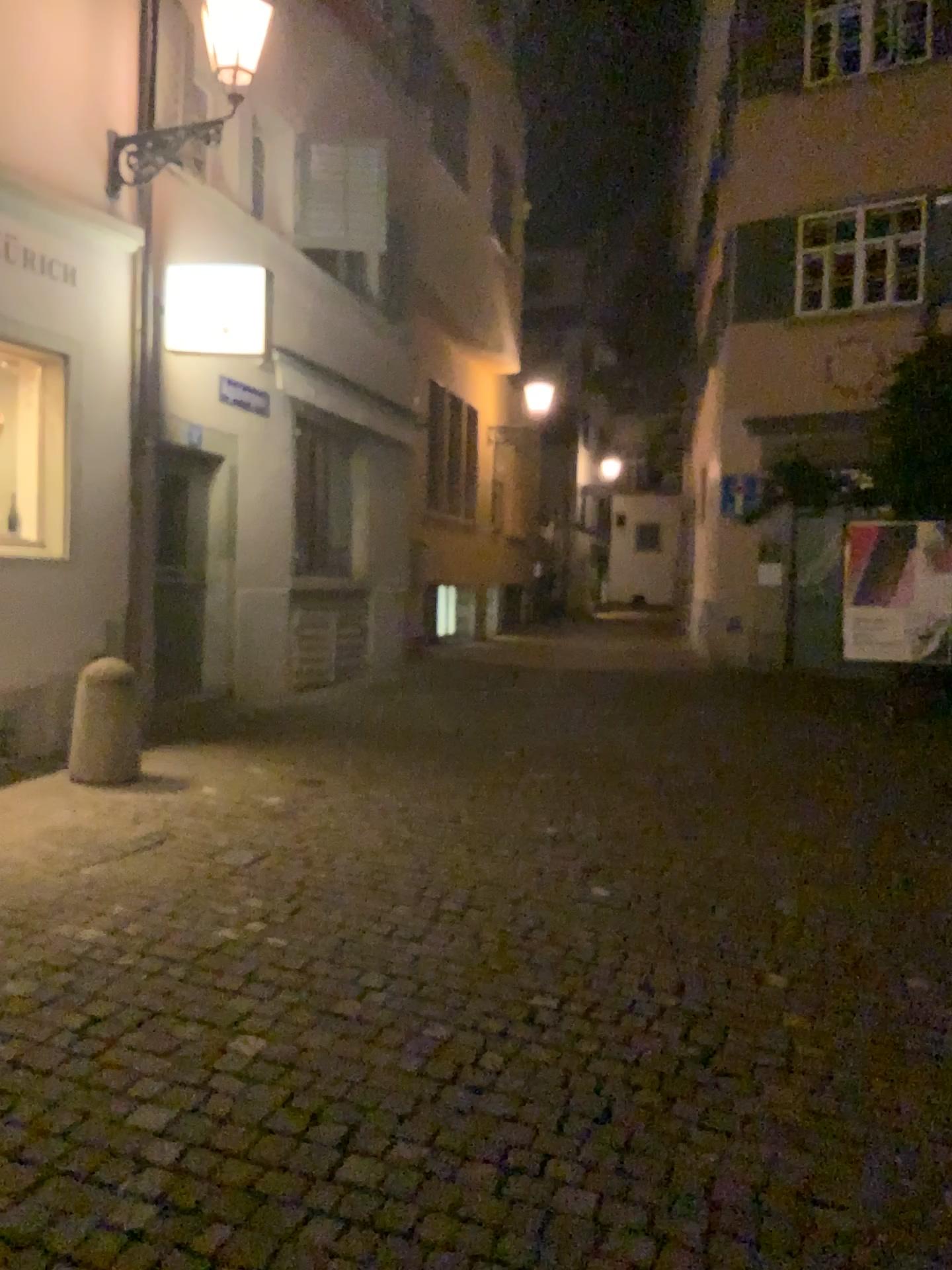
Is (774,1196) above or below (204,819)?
below
